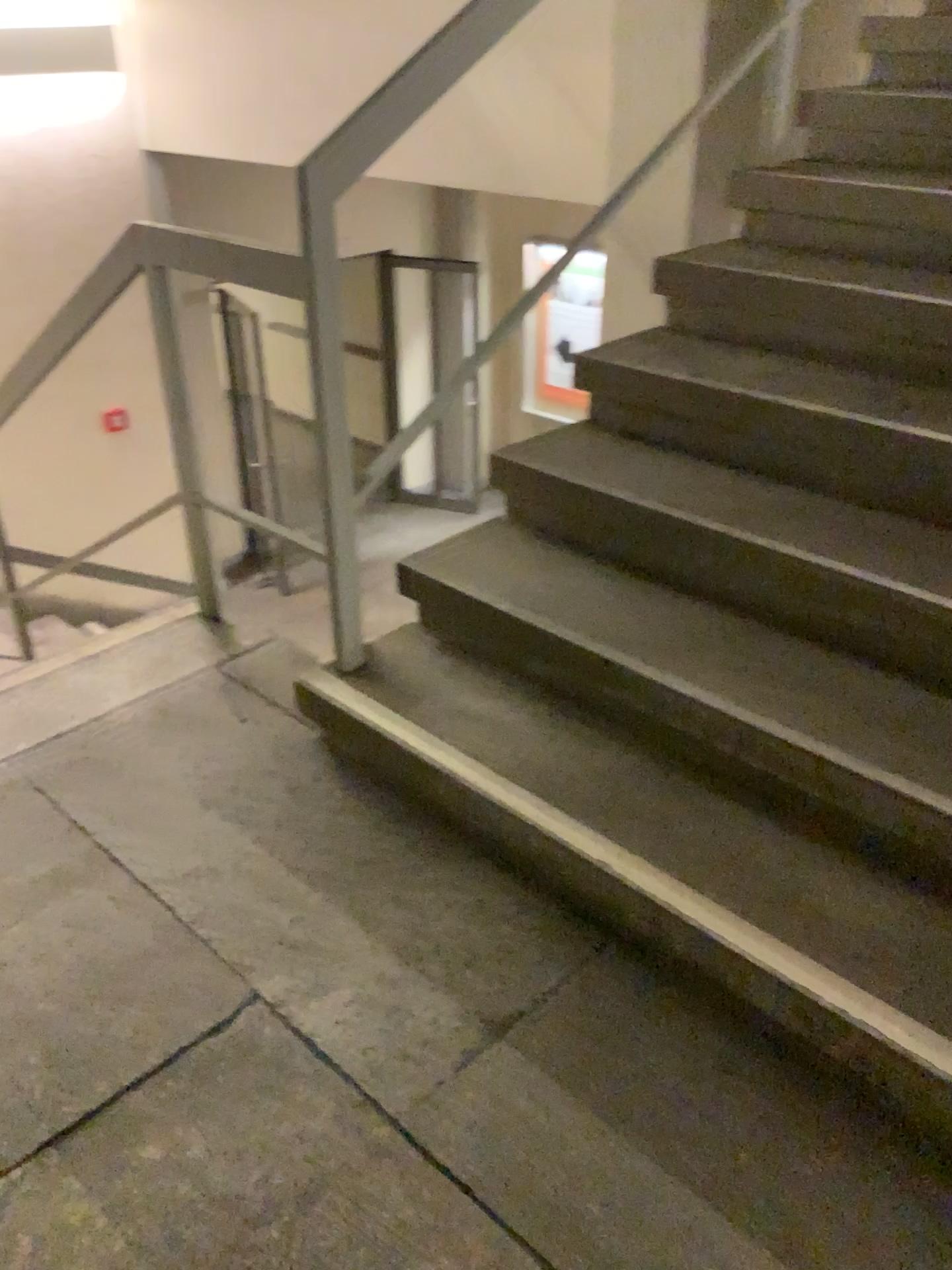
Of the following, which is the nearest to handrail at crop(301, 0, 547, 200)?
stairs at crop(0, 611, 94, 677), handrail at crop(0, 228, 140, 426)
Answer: handrail at crop(0, 228, 140, 426)

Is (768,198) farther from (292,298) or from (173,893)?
(173,893)

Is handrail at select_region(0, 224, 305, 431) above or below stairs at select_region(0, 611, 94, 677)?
above

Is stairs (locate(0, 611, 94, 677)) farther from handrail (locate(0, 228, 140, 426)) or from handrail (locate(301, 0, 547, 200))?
handrail (locate(301, 0, 547, 200))

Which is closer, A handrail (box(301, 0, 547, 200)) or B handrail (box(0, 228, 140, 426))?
A handrail (box(301, 0, 547, 200))

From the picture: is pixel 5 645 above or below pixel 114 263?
below

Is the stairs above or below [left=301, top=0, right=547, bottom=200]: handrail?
below

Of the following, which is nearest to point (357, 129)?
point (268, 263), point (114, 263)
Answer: point (268, 263)

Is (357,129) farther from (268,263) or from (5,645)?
(5,645)
